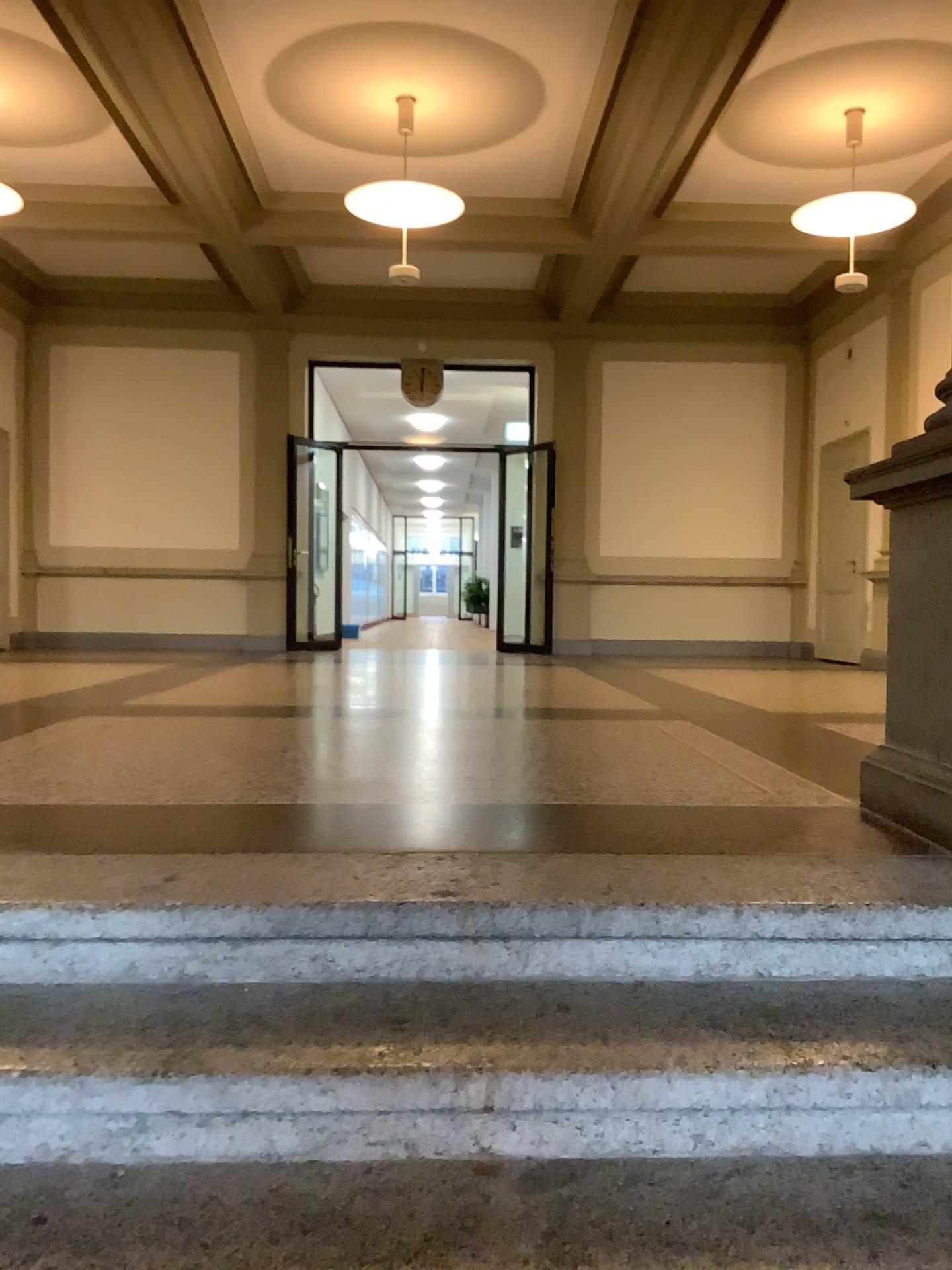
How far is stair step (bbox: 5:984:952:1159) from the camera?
1.6 meters

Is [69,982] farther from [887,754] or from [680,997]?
[887,754]

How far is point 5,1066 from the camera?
1.58m
